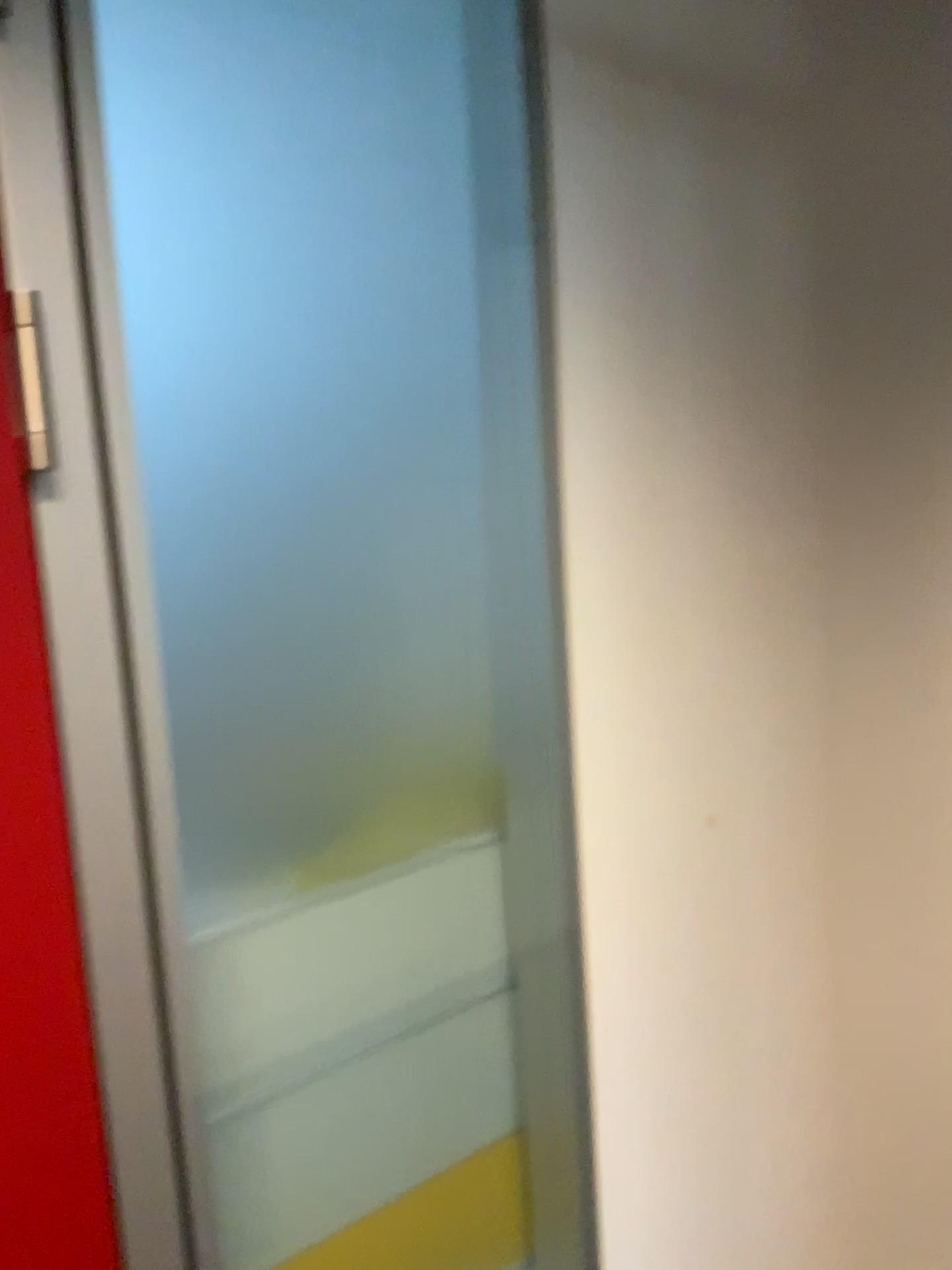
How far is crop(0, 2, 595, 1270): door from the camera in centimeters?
81cm

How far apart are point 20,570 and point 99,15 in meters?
0.4 m

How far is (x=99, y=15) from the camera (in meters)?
0.81

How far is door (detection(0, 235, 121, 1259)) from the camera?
0.76m

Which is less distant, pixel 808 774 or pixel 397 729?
Answer: pixel 397 729

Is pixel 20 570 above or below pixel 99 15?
below
